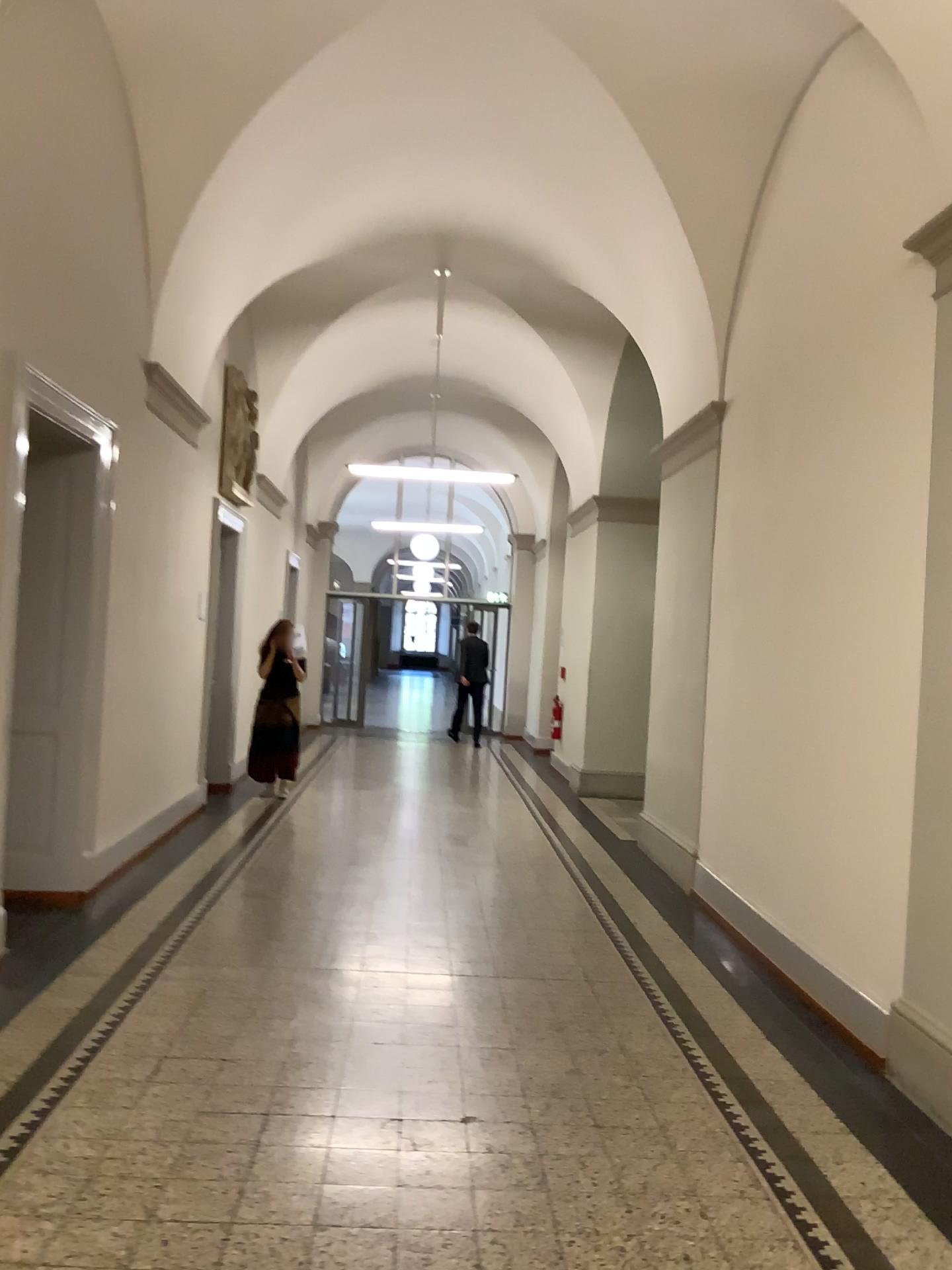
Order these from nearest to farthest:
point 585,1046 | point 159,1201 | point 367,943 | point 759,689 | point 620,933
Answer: point 159,1201 → point 585,1046 → point 367,943 → point 620,933 → point 759,689
